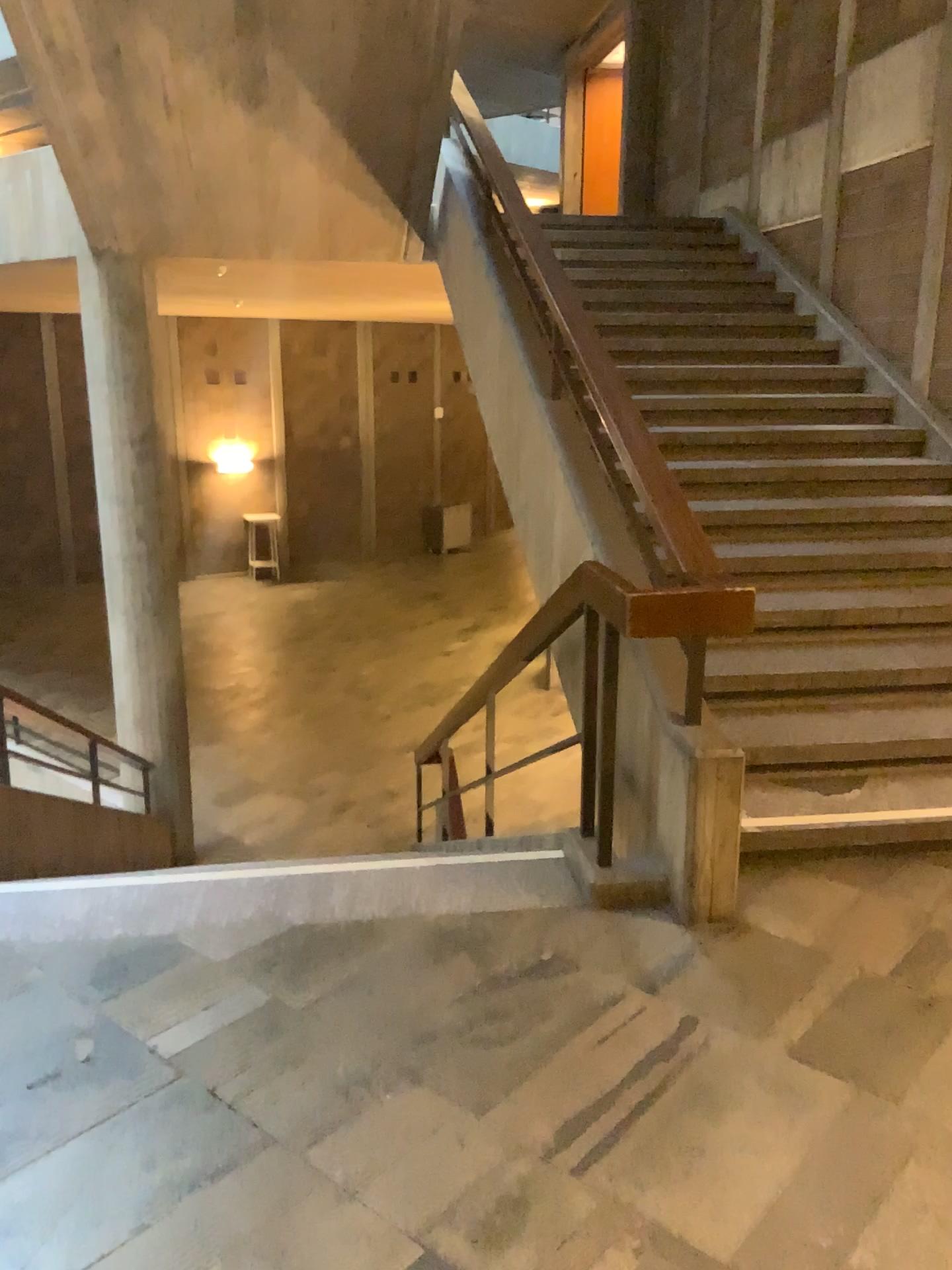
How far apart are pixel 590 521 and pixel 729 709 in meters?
0.9 m
